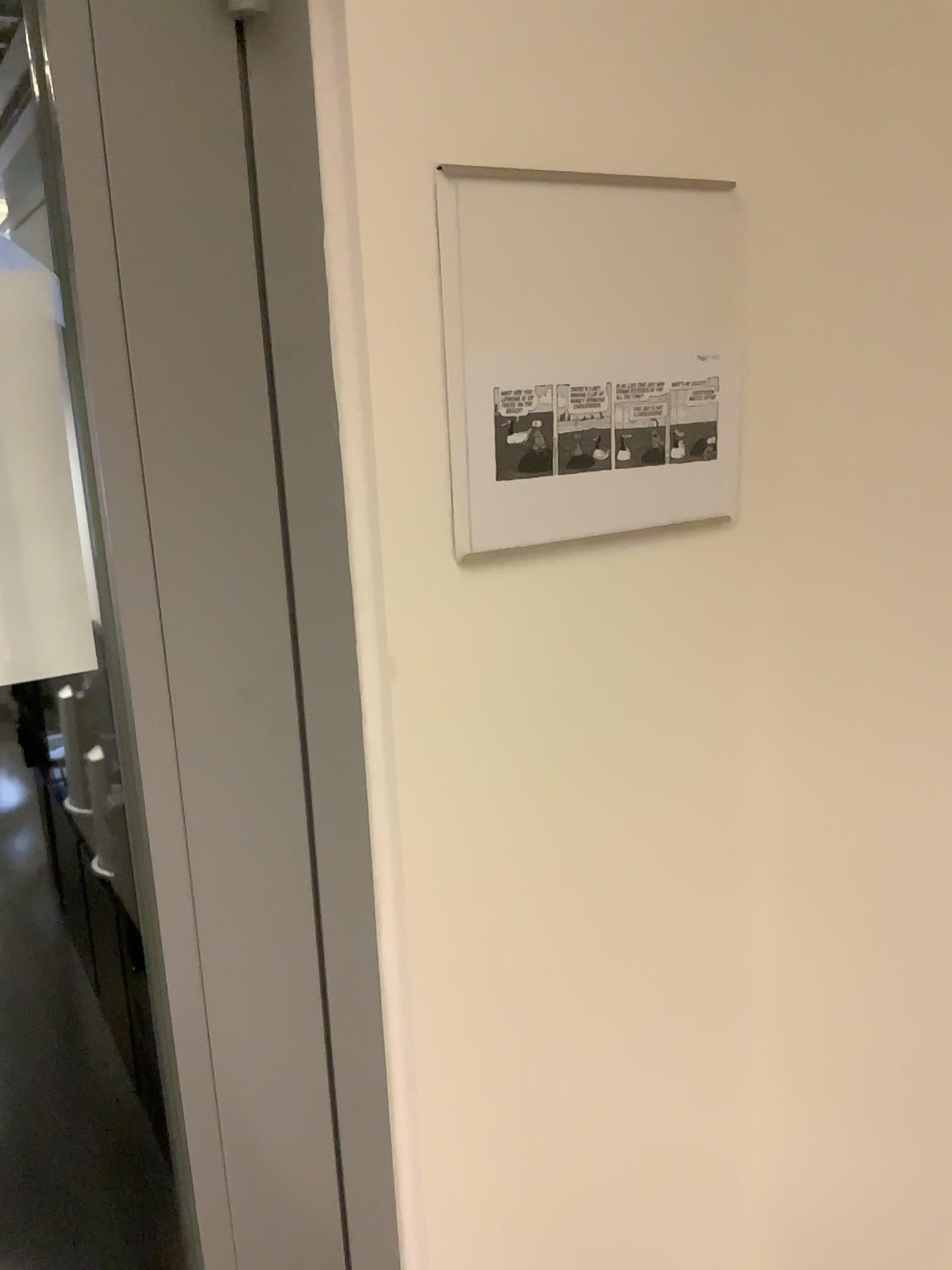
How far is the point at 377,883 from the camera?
0.7 meters

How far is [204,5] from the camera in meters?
0.5 m

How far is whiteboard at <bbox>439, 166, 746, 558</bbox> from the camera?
0.60m

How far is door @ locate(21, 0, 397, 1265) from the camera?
0.52m

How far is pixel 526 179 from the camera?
0.6m
